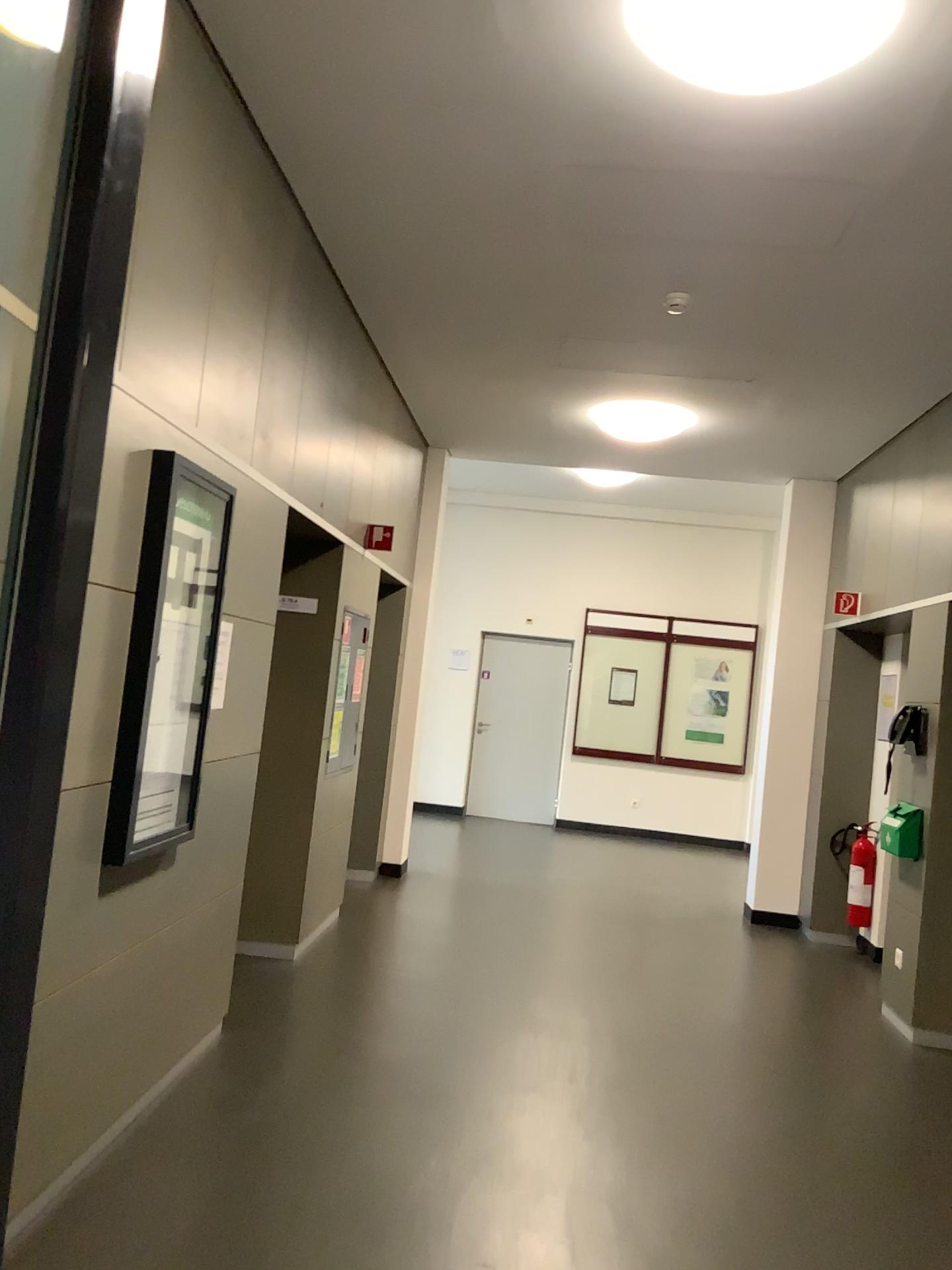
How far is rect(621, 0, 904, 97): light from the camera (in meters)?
2.41

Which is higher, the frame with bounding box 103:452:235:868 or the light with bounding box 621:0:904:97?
the light with bounding box 621:0:904:97

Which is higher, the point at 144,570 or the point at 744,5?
the point at 744,5

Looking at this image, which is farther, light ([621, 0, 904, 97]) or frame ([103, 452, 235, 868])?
frame ([103, 452, 235, 868])

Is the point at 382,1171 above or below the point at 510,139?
below

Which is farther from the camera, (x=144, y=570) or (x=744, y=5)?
(x=144, y=570)

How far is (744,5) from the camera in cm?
241
